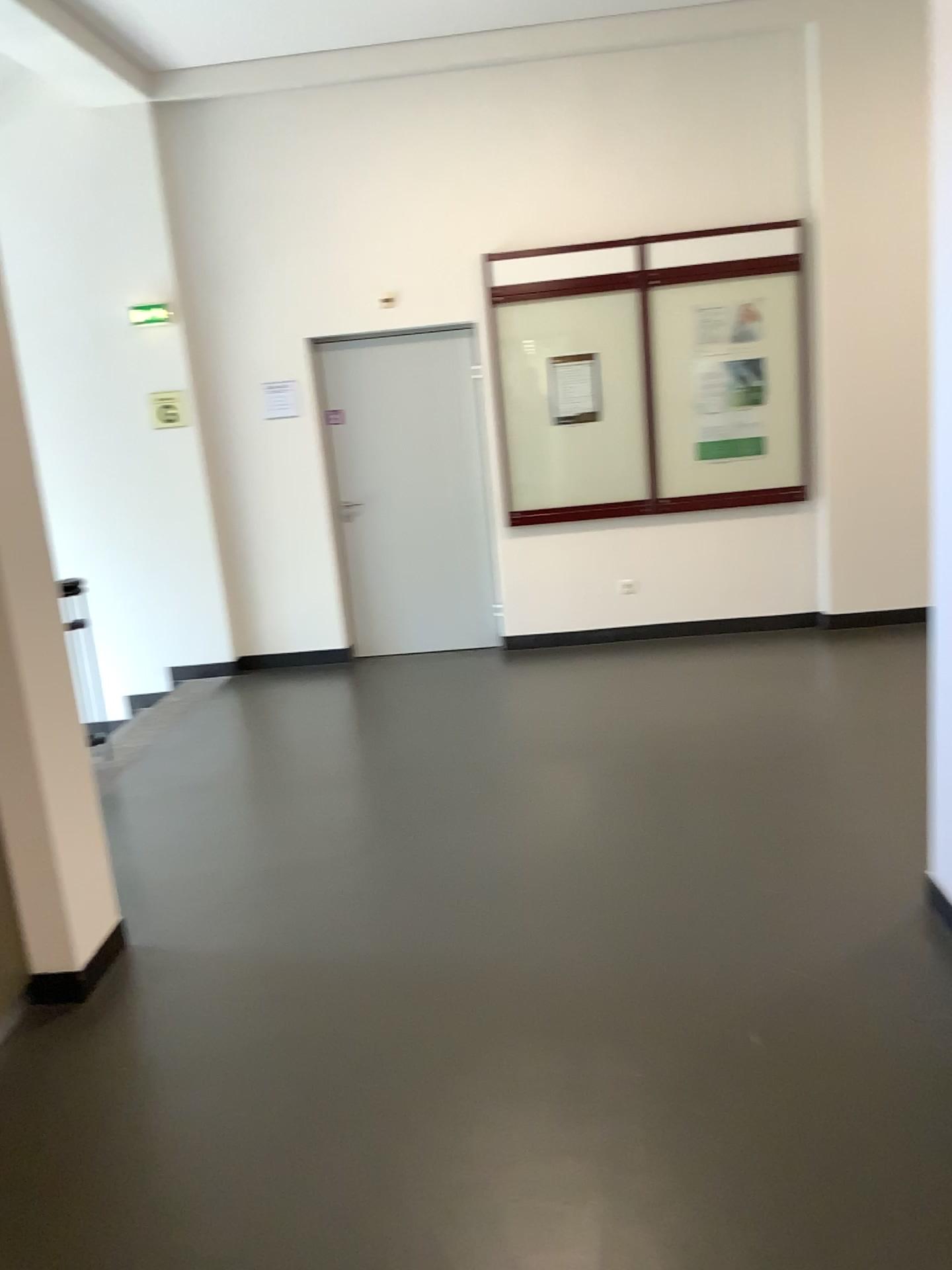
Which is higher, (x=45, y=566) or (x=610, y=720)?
(x=45, y=566)
